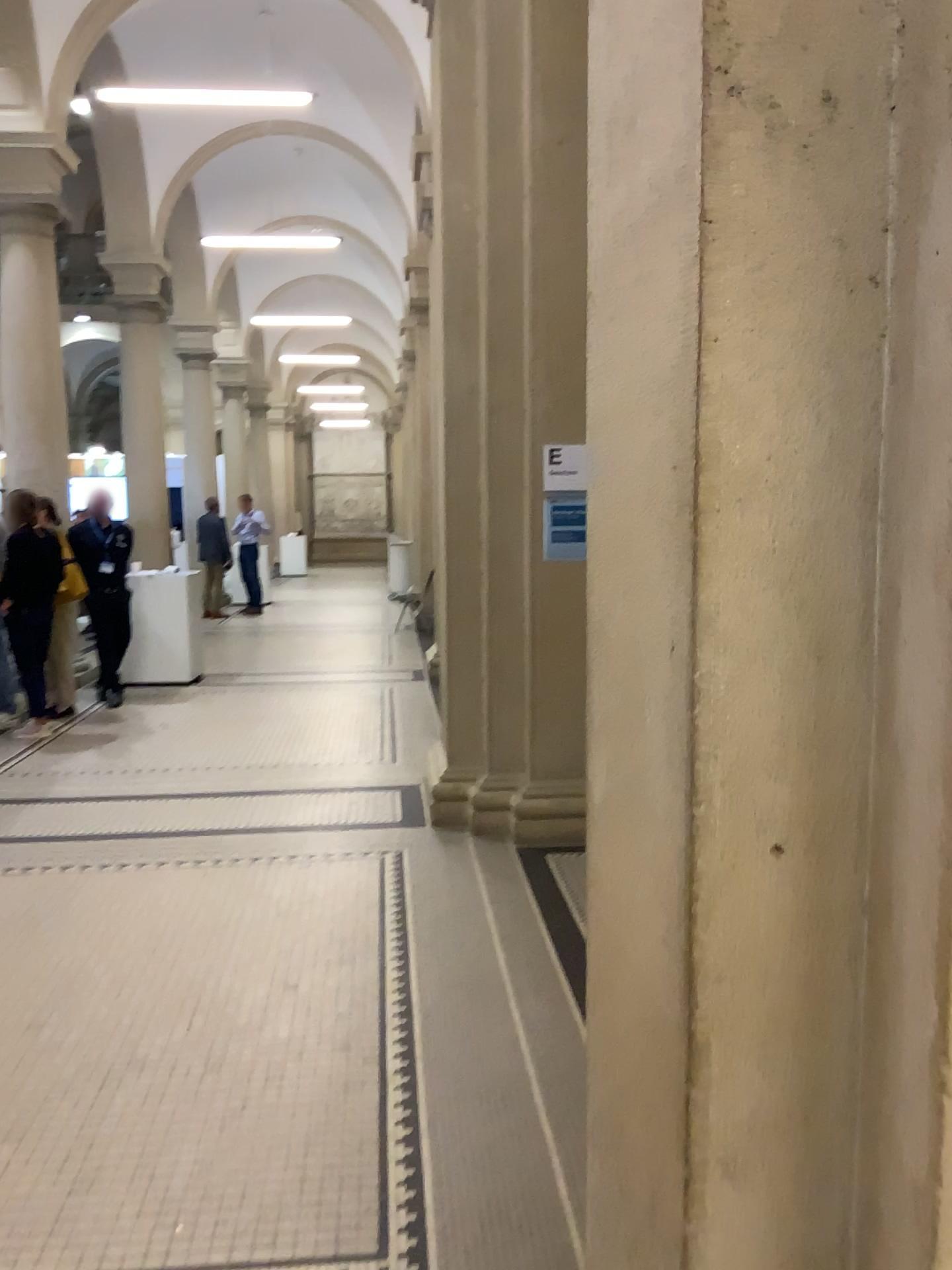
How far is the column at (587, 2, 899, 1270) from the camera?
0.99m

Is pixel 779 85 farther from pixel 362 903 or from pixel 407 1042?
pixel 362 903

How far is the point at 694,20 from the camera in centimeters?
99cm
